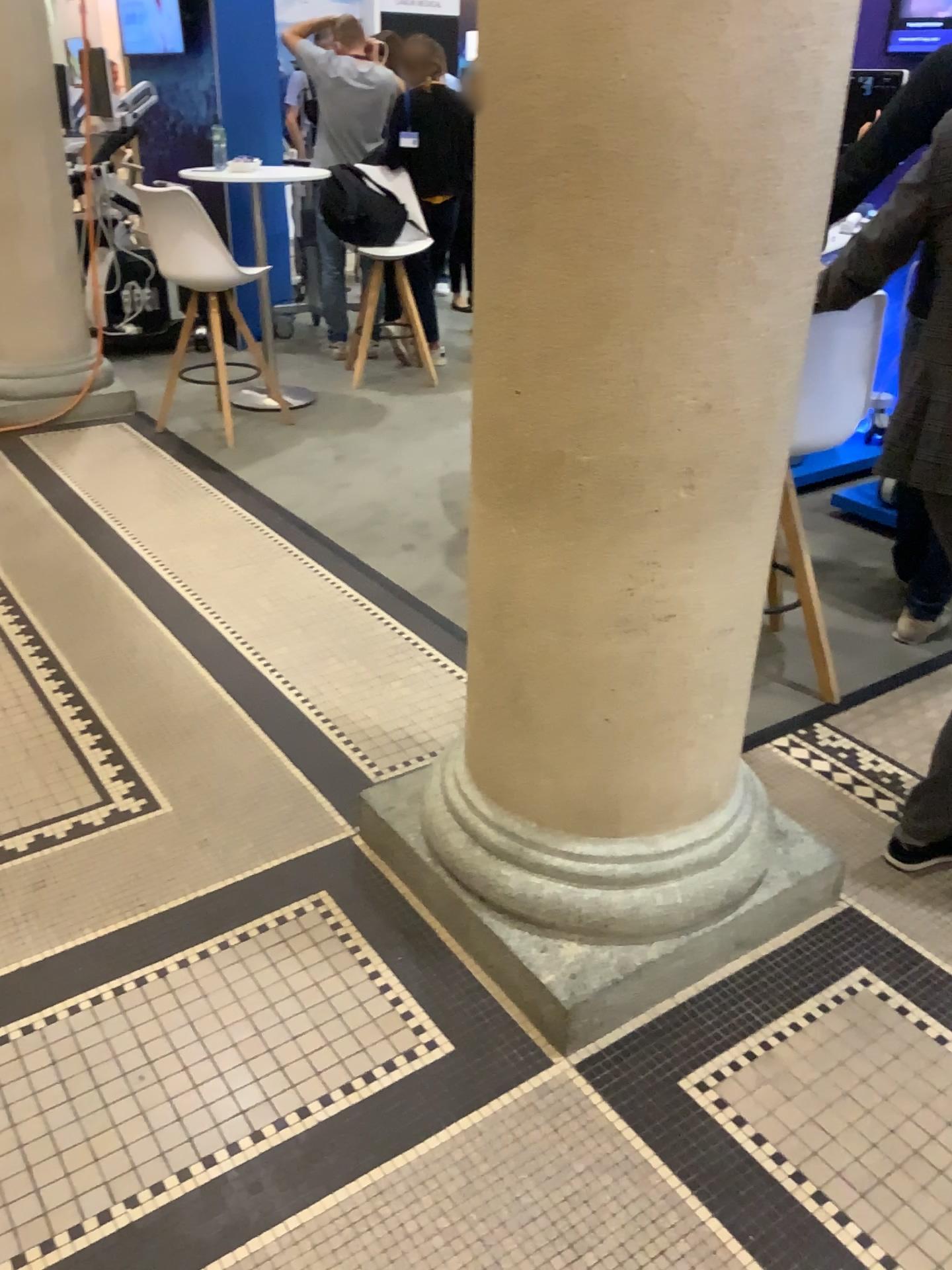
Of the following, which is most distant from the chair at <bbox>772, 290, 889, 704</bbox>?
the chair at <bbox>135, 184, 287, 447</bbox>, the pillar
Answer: the chair at <bbox>135, 184, 287, 447</bbox>

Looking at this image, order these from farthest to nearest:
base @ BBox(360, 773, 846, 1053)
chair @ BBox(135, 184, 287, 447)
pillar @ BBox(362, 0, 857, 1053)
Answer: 1. chair @ BBox(135, 184, 287, 447)
2. base @ BBox(360, 773, 846, 1053)
3. pillar @ BBox(362, 0, 857, 1053)

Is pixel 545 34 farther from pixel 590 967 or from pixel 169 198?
pixel 169 198

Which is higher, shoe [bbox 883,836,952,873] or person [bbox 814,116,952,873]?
person [bbox 814,116,952,873]

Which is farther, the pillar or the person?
the person

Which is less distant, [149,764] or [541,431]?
[541,431]

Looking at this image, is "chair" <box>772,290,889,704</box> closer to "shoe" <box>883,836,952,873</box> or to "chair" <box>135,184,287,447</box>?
"shoe" <box>883,836,952,873</box>

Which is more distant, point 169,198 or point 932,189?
point 169,198

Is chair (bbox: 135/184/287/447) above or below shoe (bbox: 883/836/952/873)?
above

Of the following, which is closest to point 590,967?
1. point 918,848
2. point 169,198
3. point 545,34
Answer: point 918,848
